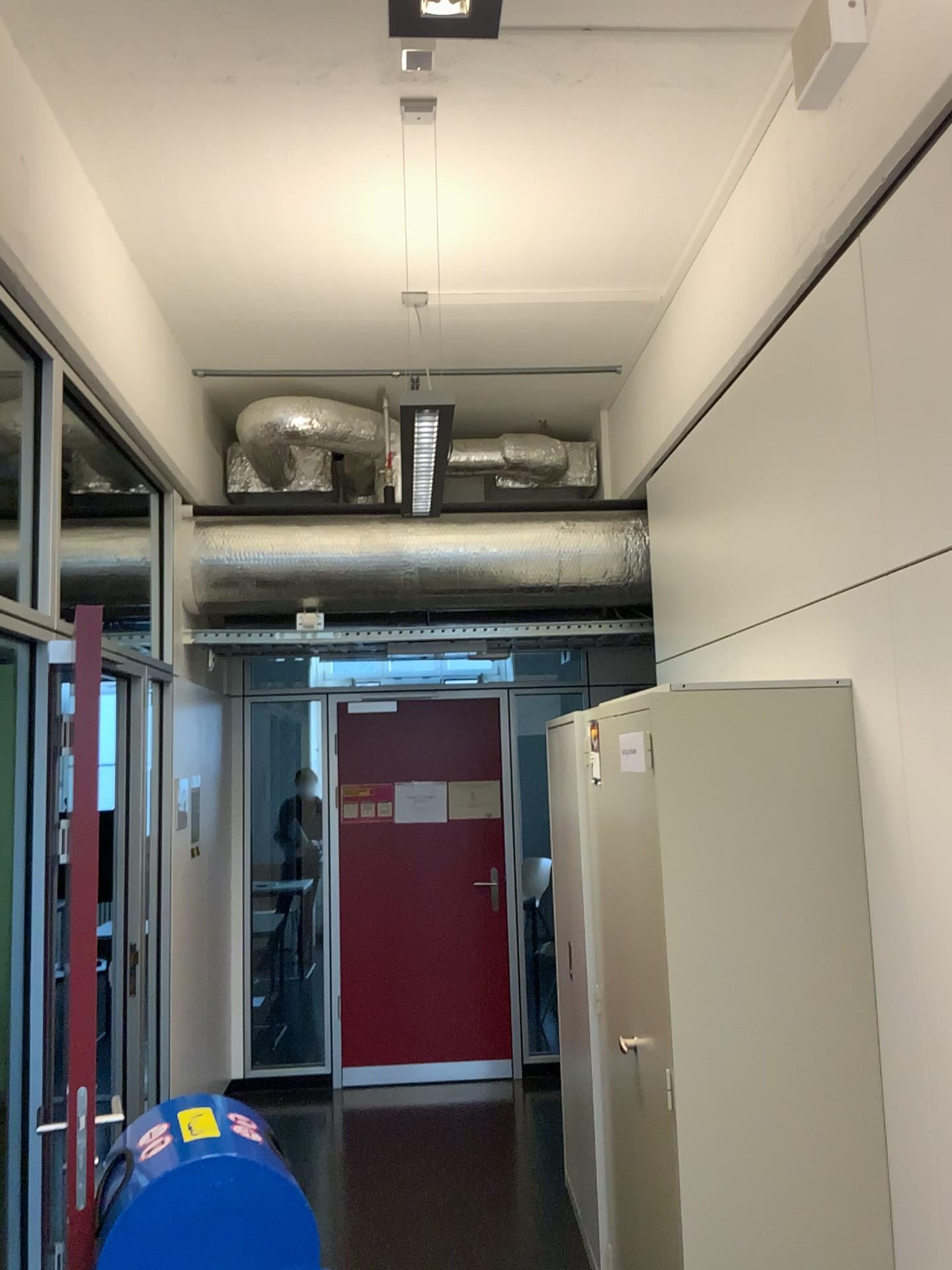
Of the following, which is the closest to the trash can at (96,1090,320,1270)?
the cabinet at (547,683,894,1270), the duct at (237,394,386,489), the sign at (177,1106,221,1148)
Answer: the sign at (177,1106,221,1148)

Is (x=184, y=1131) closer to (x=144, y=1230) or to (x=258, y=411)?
(x=144, y=1230)

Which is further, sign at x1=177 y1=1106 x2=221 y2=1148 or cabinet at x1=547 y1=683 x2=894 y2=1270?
cabinet at x1=547 y1=683 x2=894 y2=1270

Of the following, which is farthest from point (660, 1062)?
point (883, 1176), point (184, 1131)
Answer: point (184, 1131)

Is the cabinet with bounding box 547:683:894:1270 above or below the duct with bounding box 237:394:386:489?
below

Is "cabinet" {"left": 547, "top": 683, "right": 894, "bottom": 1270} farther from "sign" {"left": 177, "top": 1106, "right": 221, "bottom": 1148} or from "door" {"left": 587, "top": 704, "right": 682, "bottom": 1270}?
"sign" {"left": 177, "top": 1106, "right": 221, "bottom": 1148}

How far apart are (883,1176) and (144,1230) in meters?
1.7 m

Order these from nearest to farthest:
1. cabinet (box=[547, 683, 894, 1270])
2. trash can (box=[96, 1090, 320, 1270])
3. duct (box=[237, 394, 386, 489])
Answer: trash can (box=[96, 1090, 320, 1270]) → cabinet (box=[547, 683, 894, 1270]) → duct (box=[237, 394, 386, 489])

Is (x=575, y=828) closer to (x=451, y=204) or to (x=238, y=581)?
(x=238, y=581)

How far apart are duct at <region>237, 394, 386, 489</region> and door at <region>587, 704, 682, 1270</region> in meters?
Answer: 2.5 m
